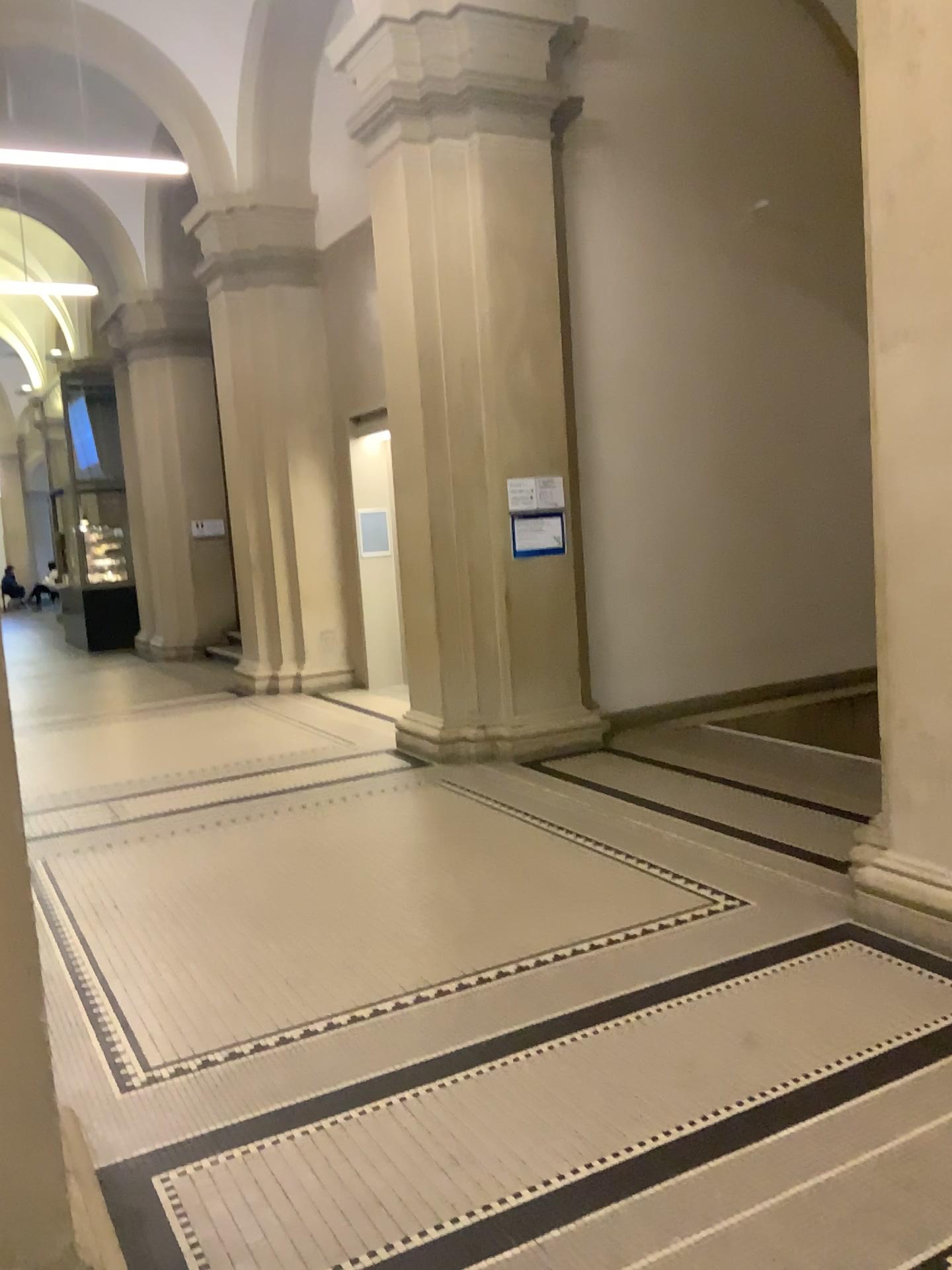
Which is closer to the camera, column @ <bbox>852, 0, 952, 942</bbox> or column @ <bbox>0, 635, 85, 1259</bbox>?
column @ <bbox>0, 635, 85, 1259</bbox>

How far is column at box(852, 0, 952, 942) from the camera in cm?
335

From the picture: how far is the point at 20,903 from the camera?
1.83m

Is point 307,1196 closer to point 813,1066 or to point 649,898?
point 813,1066

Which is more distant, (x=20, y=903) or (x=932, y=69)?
(x=932, y=69)

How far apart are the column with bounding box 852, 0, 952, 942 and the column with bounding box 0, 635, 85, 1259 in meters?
2.8 m

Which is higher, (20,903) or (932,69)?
(932,69)

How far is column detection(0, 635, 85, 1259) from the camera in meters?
1.8
